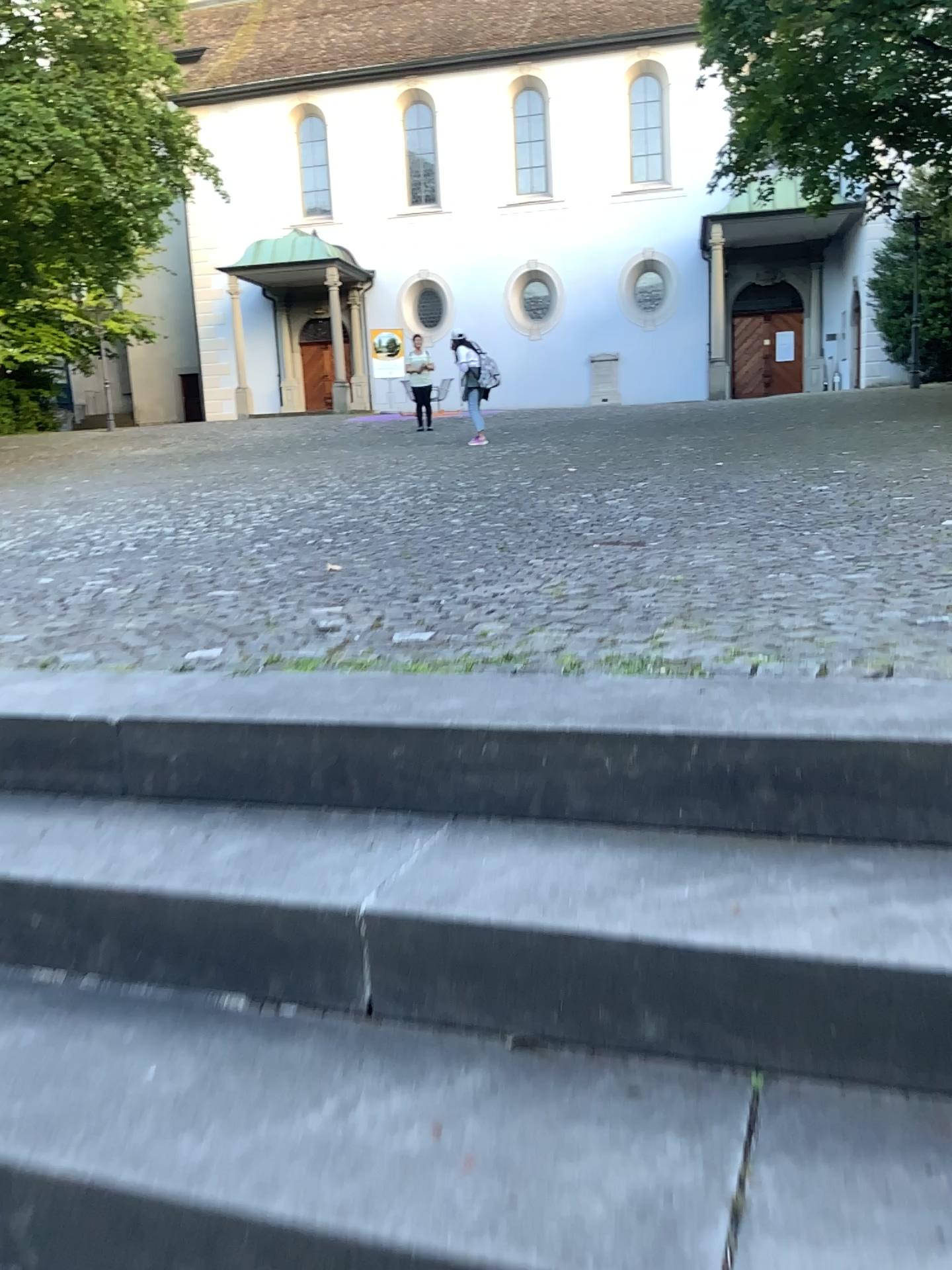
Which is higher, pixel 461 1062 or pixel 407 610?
pixel 407 610
